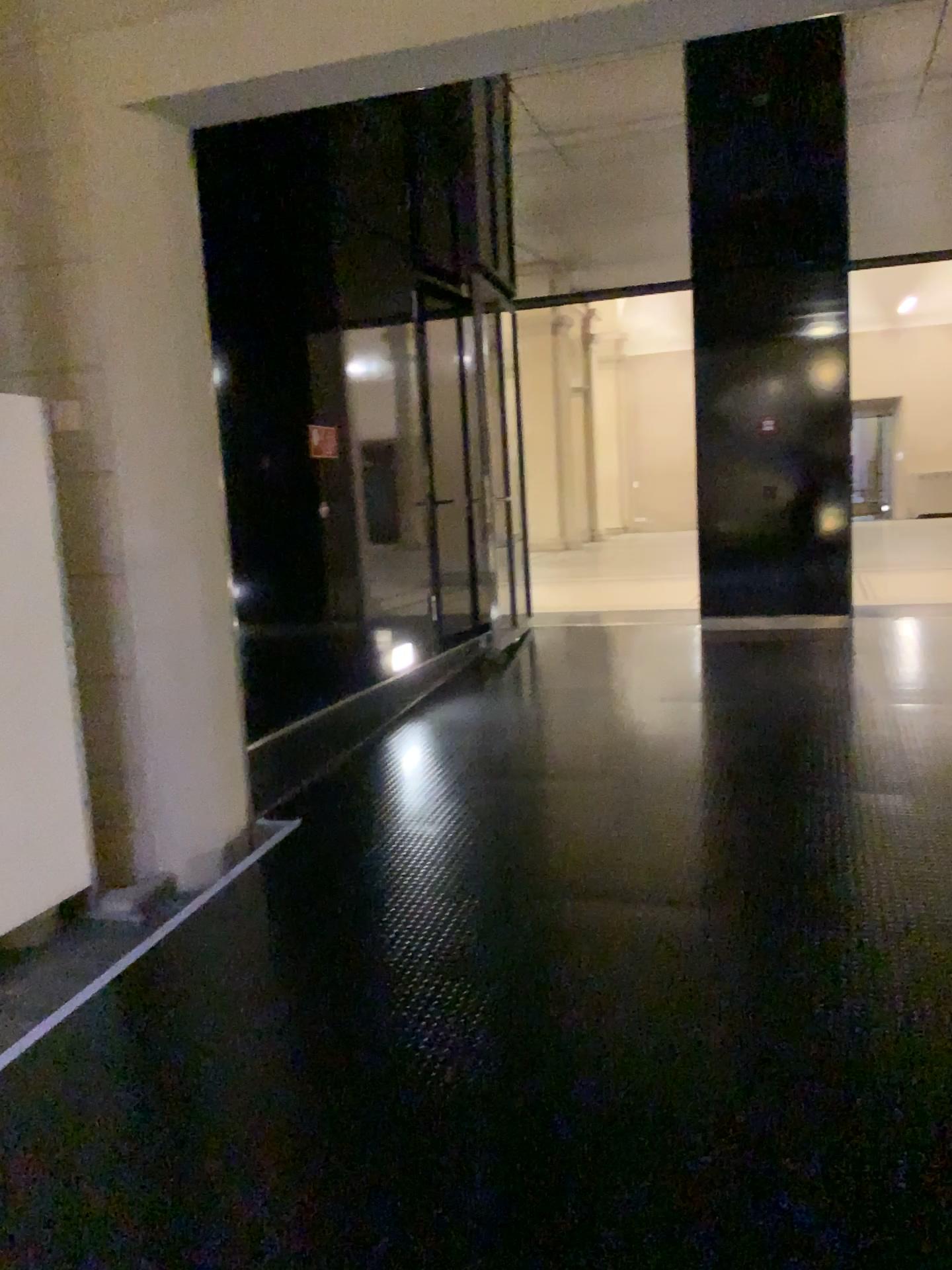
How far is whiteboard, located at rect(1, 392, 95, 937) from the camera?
3.6m

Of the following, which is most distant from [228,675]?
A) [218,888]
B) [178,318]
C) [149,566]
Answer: [178,318]

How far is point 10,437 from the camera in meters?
3.6
